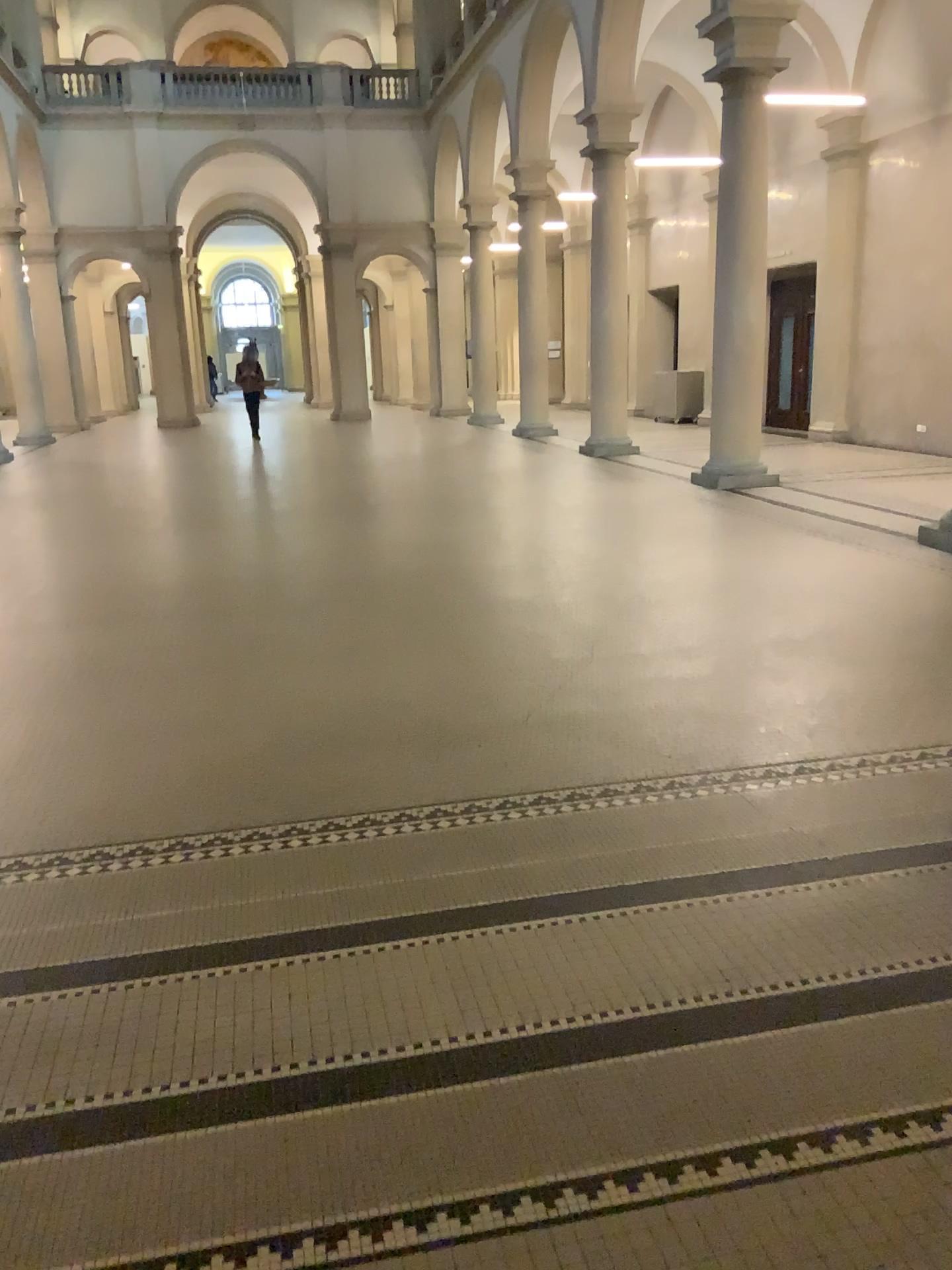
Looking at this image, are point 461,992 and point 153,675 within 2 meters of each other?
no
